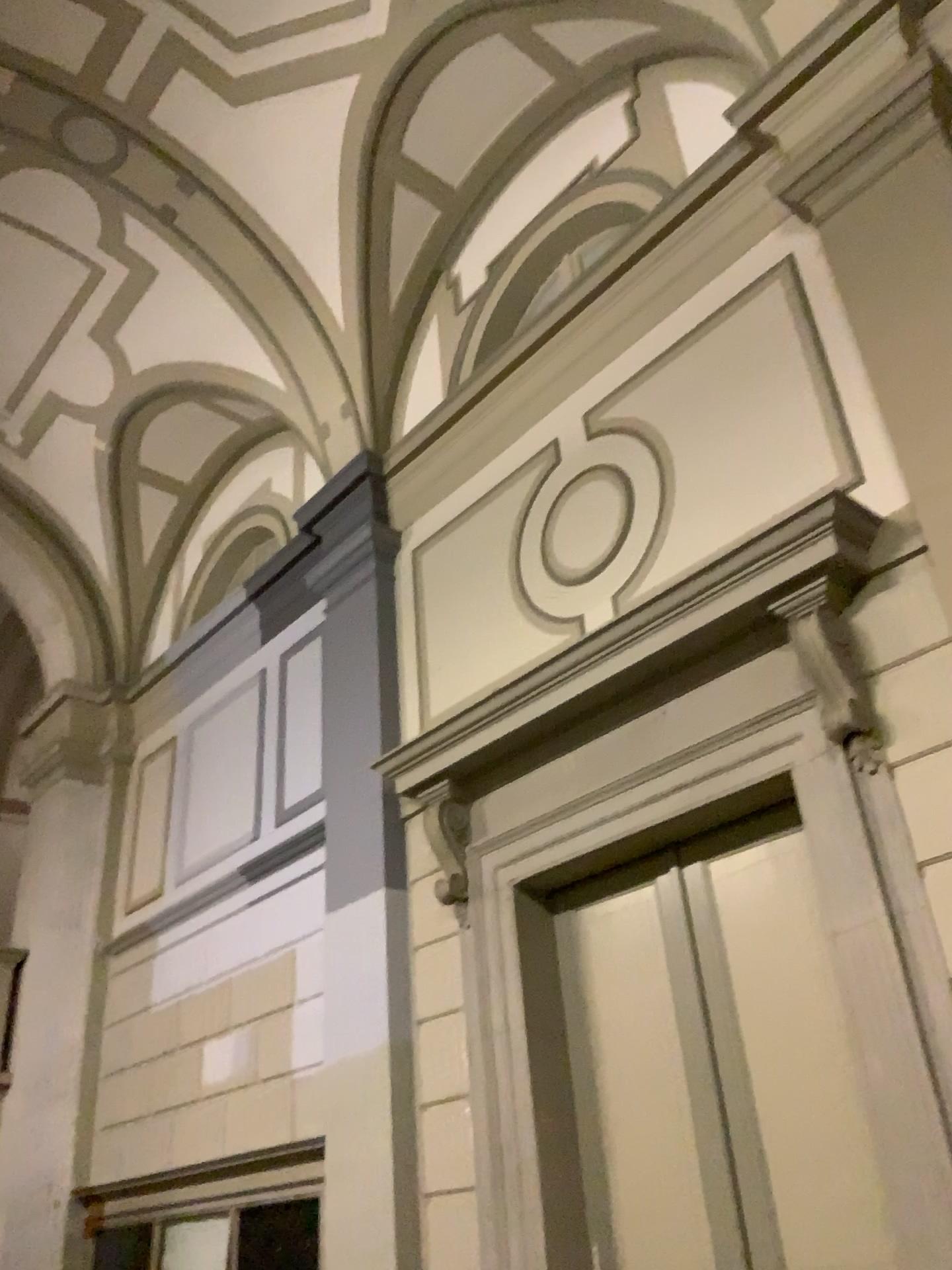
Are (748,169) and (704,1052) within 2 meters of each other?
no

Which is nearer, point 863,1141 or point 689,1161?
point 863,1141

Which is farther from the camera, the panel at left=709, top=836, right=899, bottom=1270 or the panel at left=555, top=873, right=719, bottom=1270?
the panel at left=555, top=873, right=719, bottom=1270
